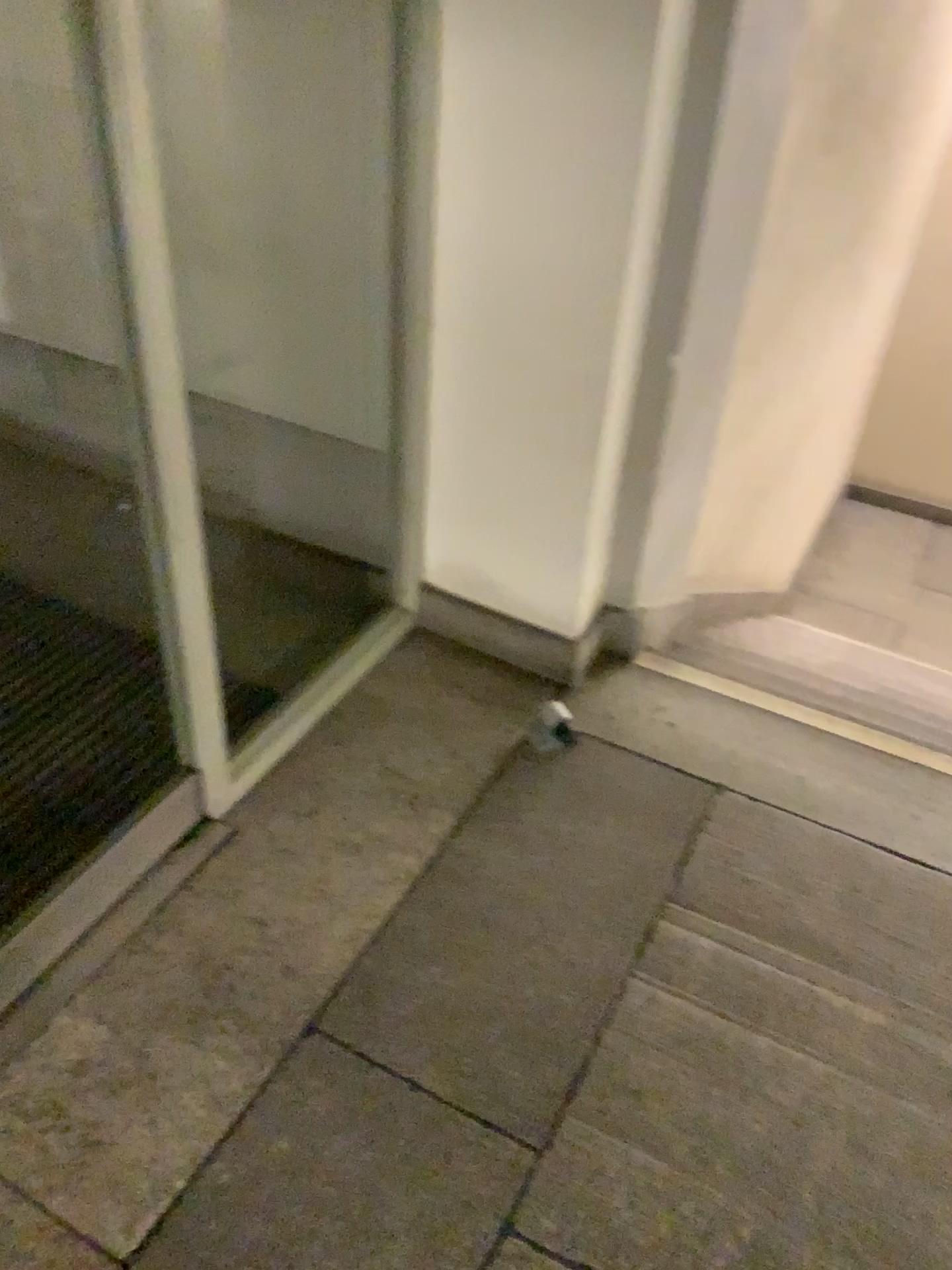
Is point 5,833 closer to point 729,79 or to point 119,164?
point 119,164

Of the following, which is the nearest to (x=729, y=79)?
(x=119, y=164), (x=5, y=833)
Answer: (x=119, y=164)

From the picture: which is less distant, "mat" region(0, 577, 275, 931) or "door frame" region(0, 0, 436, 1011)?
"door frame" region(0, 0, 436, 1011)

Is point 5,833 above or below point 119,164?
below

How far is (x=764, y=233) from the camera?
2.0 meters

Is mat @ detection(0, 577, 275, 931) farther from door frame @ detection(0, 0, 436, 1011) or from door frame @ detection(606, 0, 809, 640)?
door frame @ detection(606, 0, 809, 640)

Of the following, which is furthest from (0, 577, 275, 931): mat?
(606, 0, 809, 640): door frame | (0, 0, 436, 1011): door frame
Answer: (606, 0, 809, 640): door frame
